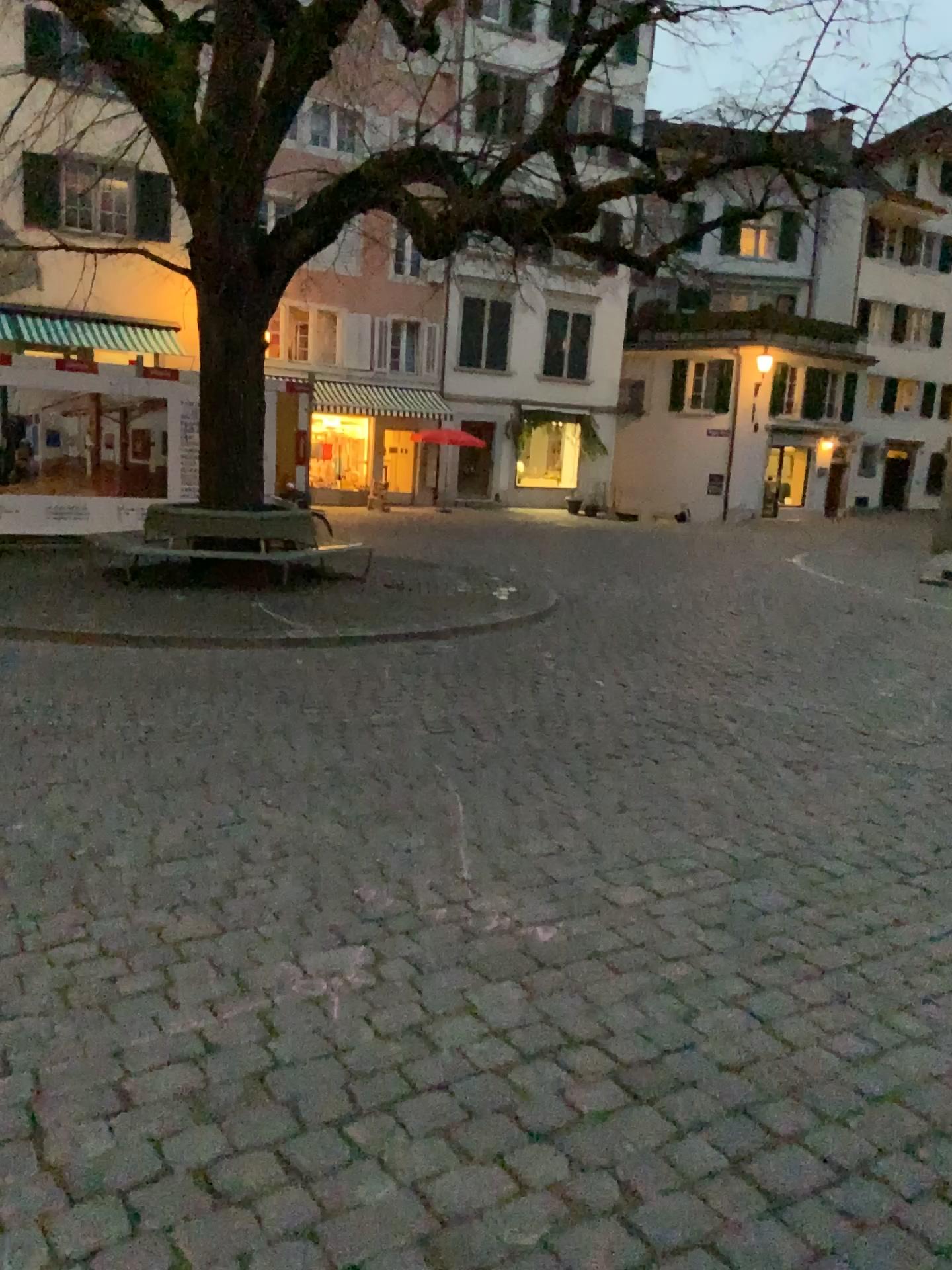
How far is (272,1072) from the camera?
2.3m
